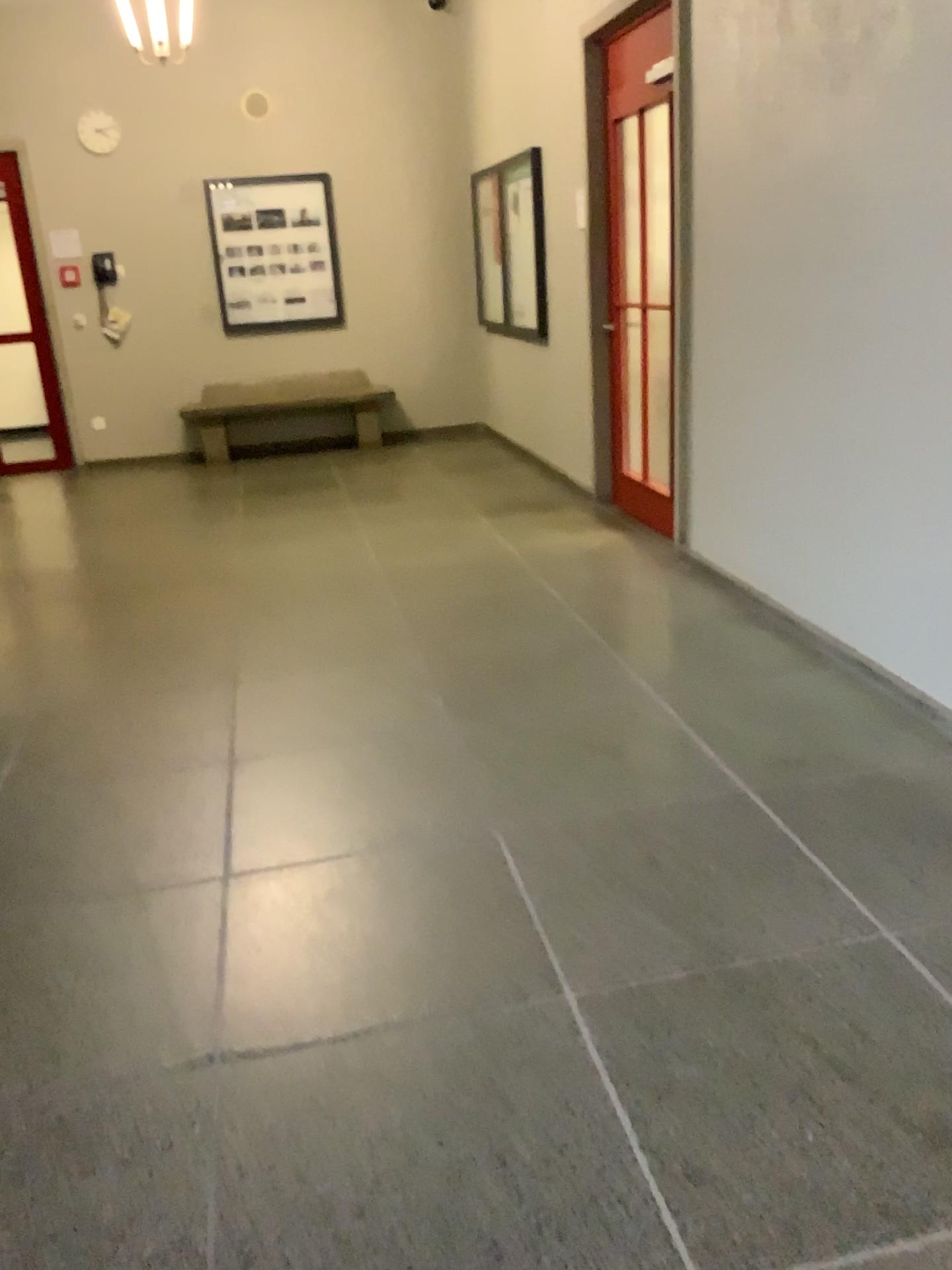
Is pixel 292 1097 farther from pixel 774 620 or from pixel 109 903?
pixel 774 620
